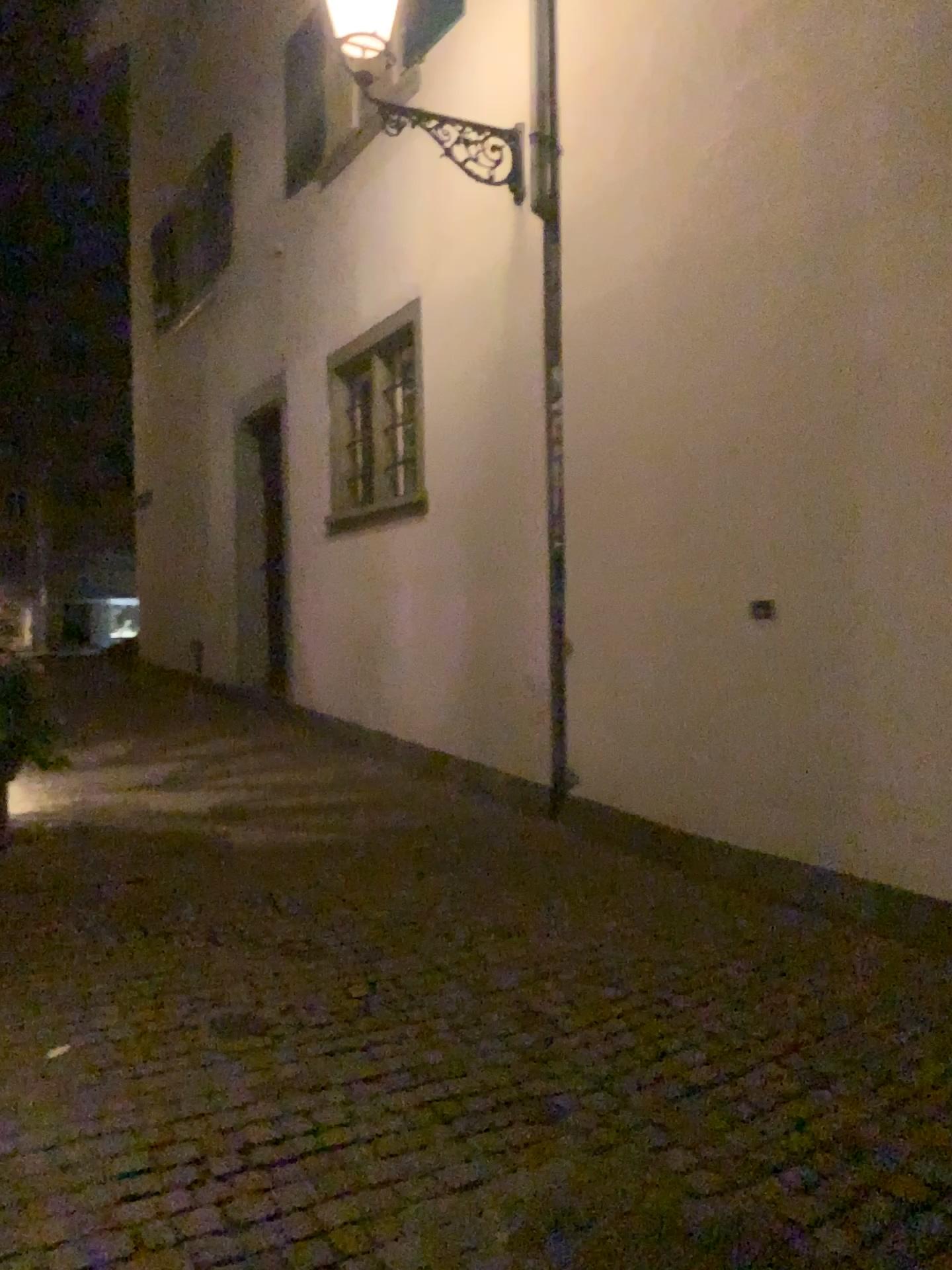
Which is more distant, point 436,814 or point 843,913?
point 436,814
